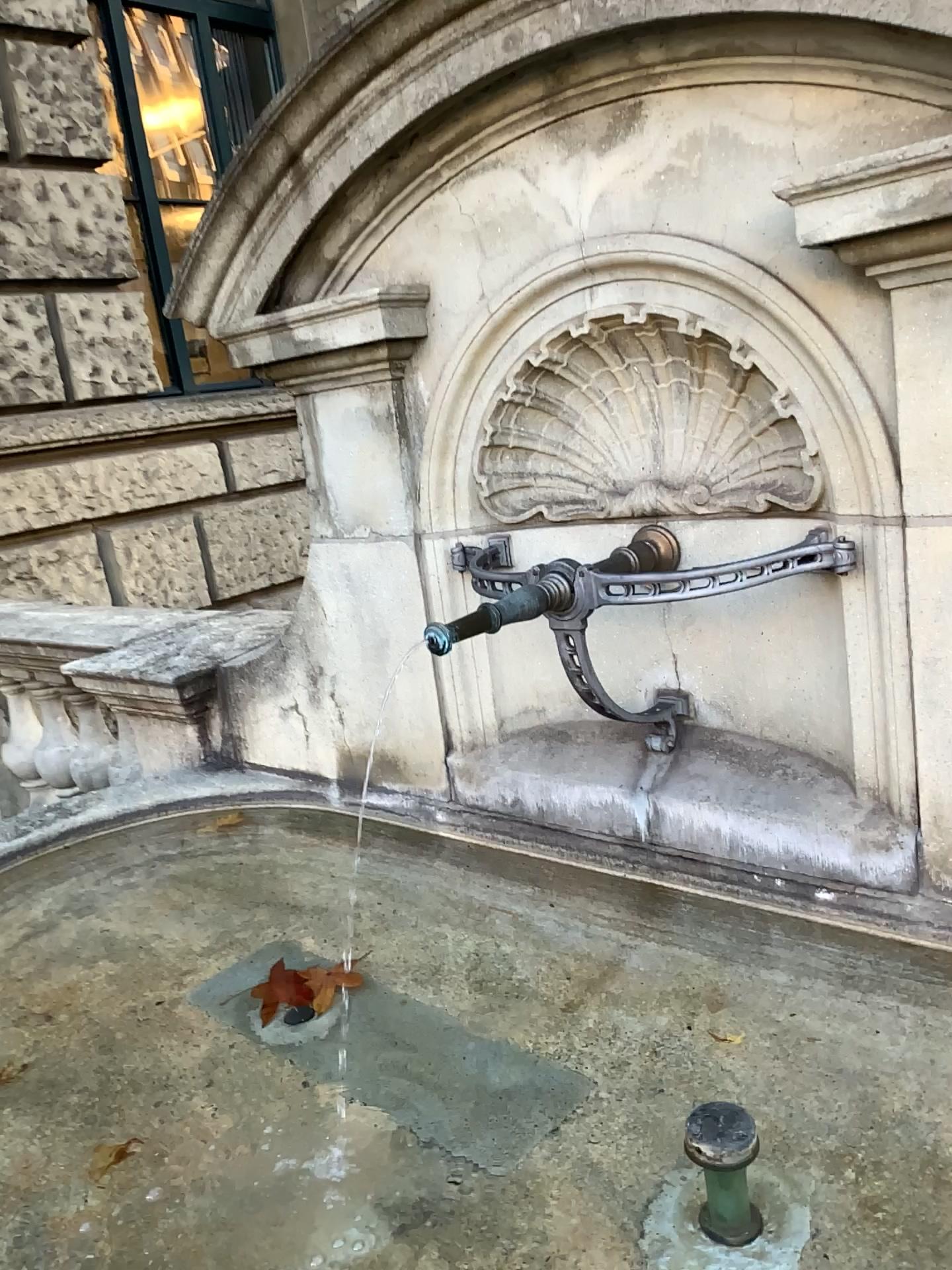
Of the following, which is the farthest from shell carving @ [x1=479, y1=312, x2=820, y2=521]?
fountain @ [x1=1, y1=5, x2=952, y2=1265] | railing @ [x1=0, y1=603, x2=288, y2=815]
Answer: railing @ [x1=0, y1=603, x2=288, y2=815]

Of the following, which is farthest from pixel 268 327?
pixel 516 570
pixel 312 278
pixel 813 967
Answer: pixel 813 967

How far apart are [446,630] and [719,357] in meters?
0.6

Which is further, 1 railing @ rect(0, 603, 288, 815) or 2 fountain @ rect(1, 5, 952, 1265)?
1 railing @ rect(0, 603, 288, 815)

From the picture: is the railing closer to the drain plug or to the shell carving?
the shell carving

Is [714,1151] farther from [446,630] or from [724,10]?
[724,10]

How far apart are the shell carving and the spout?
0.31m

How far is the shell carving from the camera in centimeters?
162cm

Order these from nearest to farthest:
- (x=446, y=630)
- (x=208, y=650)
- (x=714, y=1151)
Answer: (x=714, y=1151)
(x=446, y=630)
(x=208, y=650)

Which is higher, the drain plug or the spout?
the spout
